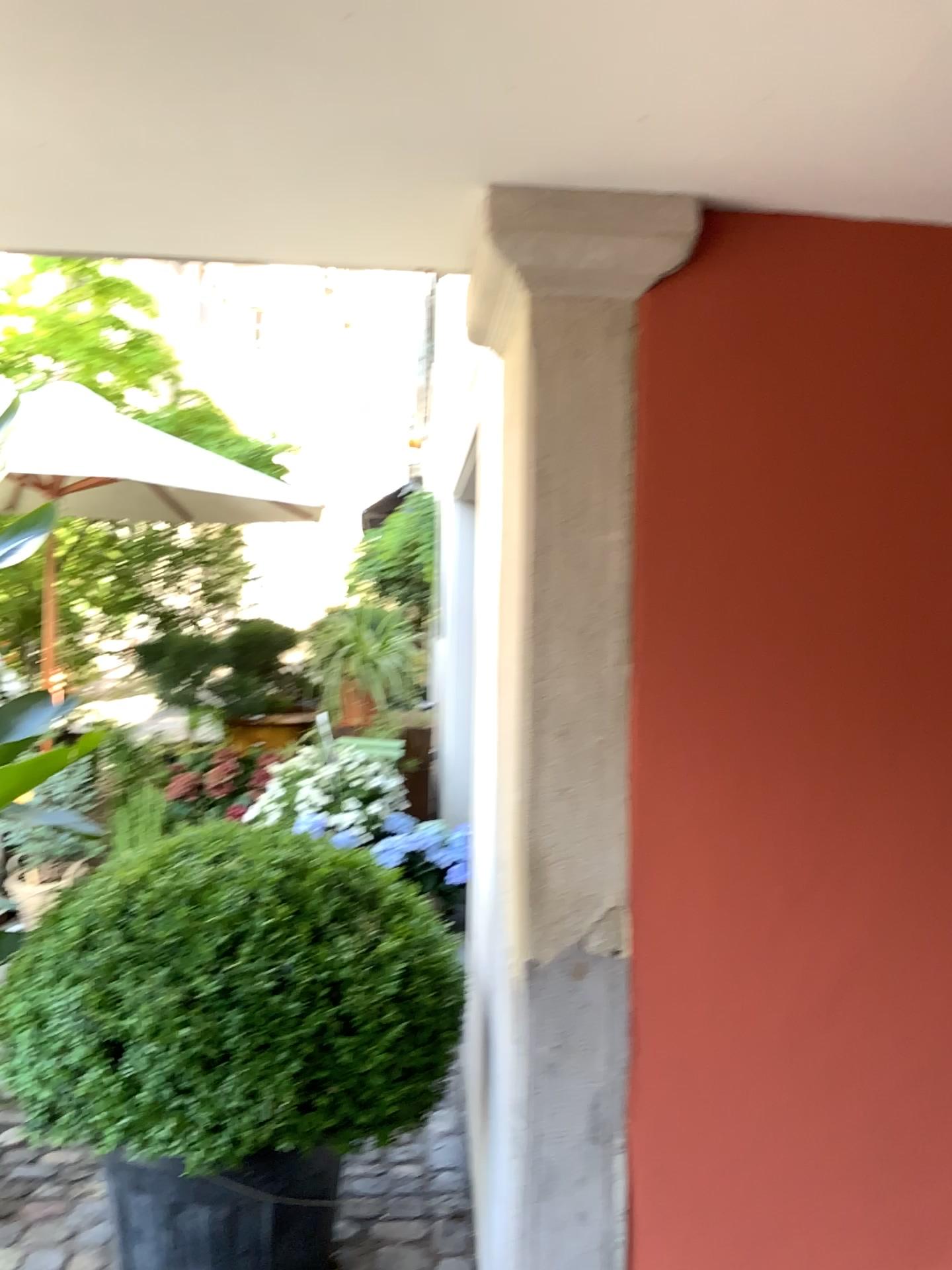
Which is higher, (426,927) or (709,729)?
(709,729)

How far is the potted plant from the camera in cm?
189

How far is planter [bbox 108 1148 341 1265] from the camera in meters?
2.1 m

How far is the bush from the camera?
1.88m

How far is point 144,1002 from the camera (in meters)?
1.89

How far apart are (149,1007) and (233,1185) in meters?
0.5

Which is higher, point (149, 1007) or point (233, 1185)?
point (149, 1007)
